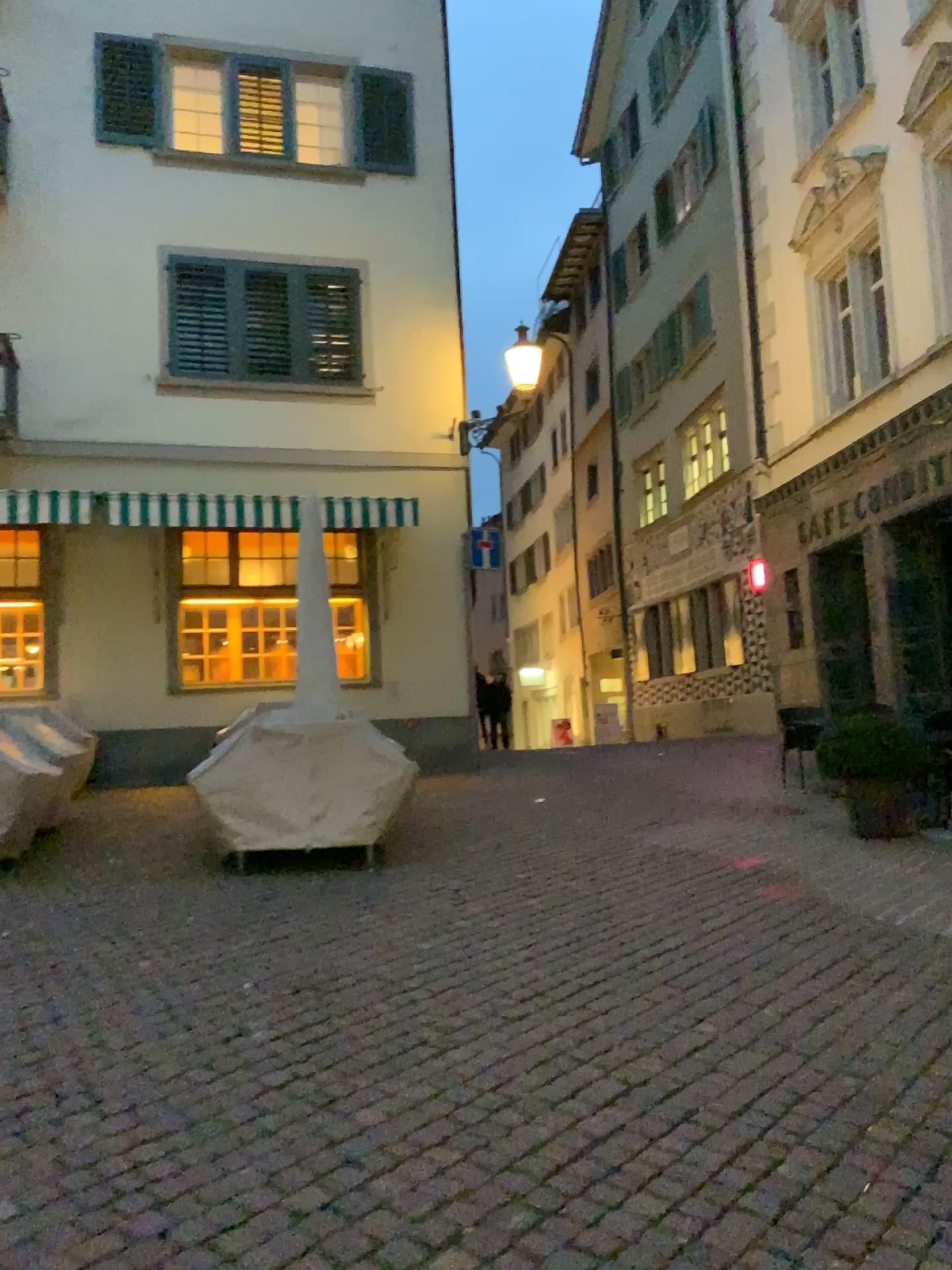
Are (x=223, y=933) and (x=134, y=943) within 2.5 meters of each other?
yes
